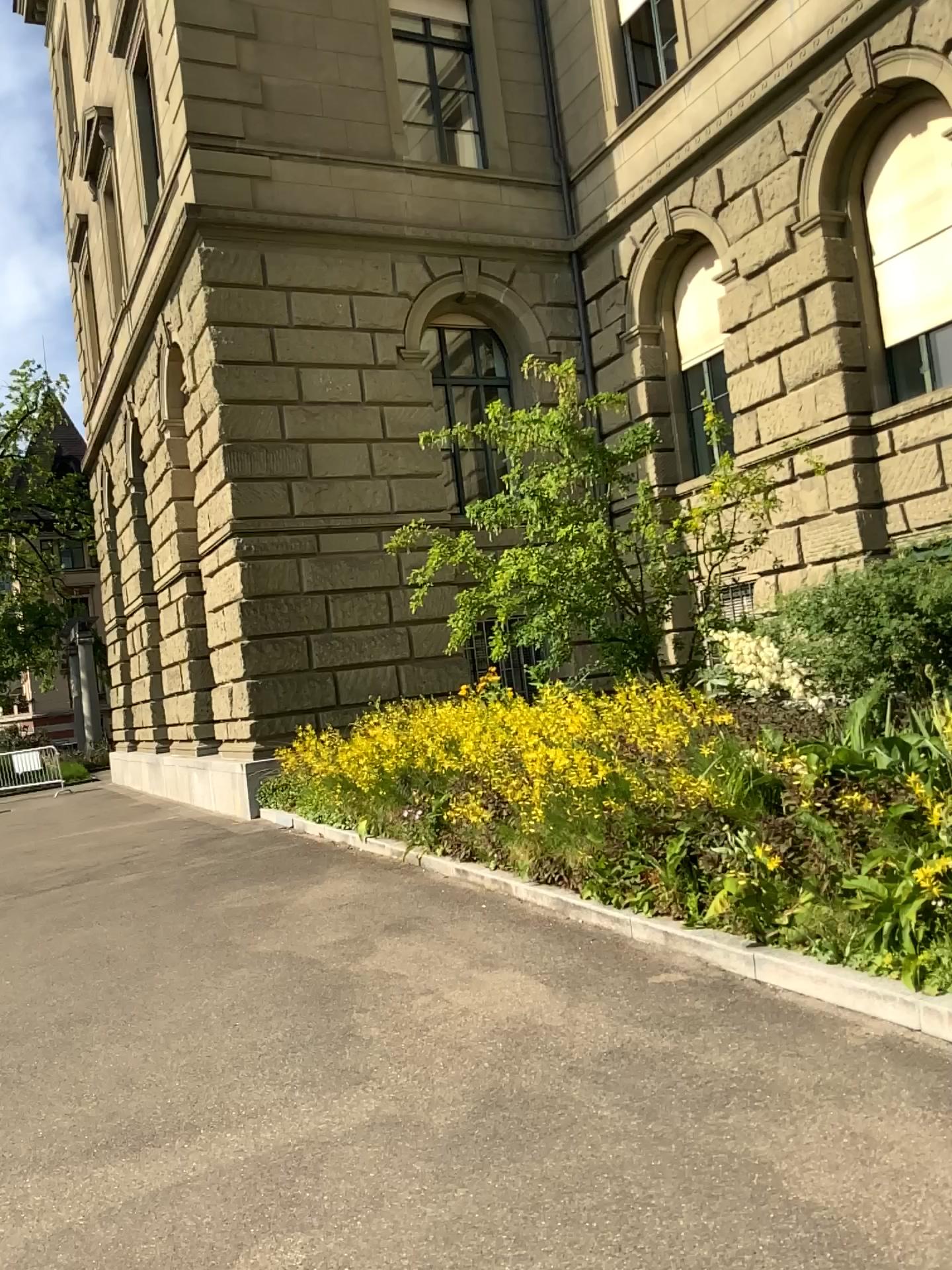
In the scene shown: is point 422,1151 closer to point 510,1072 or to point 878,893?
point 510,1072
